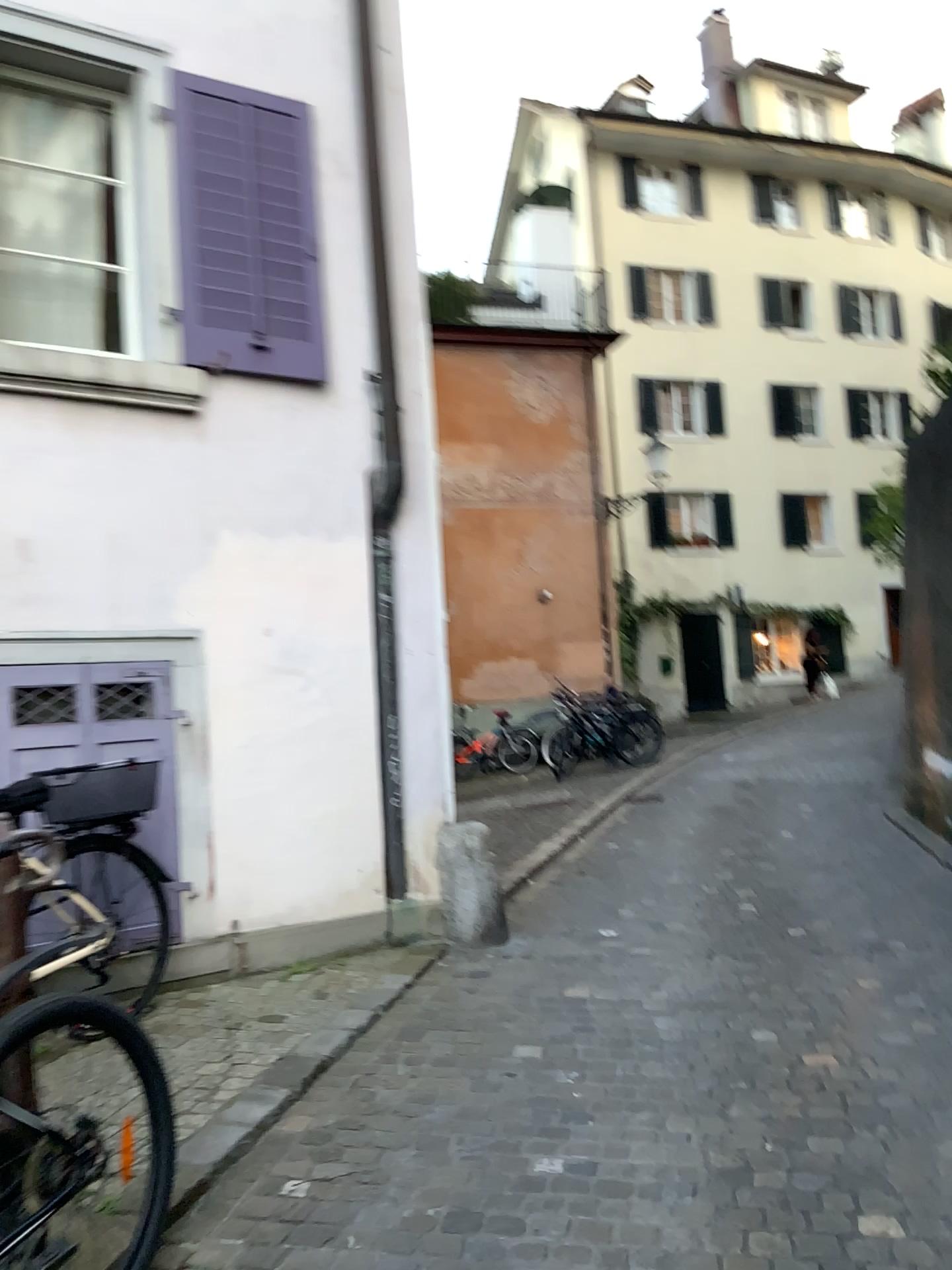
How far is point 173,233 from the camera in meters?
4.6

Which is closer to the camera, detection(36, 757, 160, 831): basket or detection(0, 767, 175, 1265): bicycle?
detection(0, 767, 175, 1265): bicycle

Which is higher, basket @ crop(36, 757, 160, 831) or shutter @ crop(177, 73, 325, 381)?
shutter @ crop(177, 73, 325, 381)

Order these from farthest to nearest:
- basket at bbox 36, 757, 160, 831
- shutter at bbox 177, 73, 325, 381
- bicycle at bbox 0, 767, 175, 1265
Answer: shutter at bbox 177, 73, 325, 381 < basket at bbox 36, 757, 160, 831 < bicycle at bbox 0, 767, 175, 1265

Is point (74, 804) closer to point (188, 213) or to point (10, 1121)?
point (10, 1121)

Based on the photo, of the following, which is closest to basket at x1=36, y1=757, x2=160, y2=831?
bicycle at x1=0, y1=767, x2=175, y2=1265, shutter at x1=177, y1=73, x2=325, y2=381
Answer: bicycle at x1=0, y1=767, x2=175, y2=1265

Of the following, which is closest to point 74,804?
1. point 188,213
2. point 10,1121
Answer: point 10,1121

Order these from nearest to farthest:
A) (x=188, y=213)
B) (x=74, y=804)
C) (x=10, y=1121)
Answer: (x=10, y=1121) < (x=74, y=804) < (x=188, y=213)

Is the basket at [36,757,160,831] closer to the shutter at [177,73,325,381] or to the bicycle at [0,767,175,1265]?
the bicycle at [0,767,175,1265]
